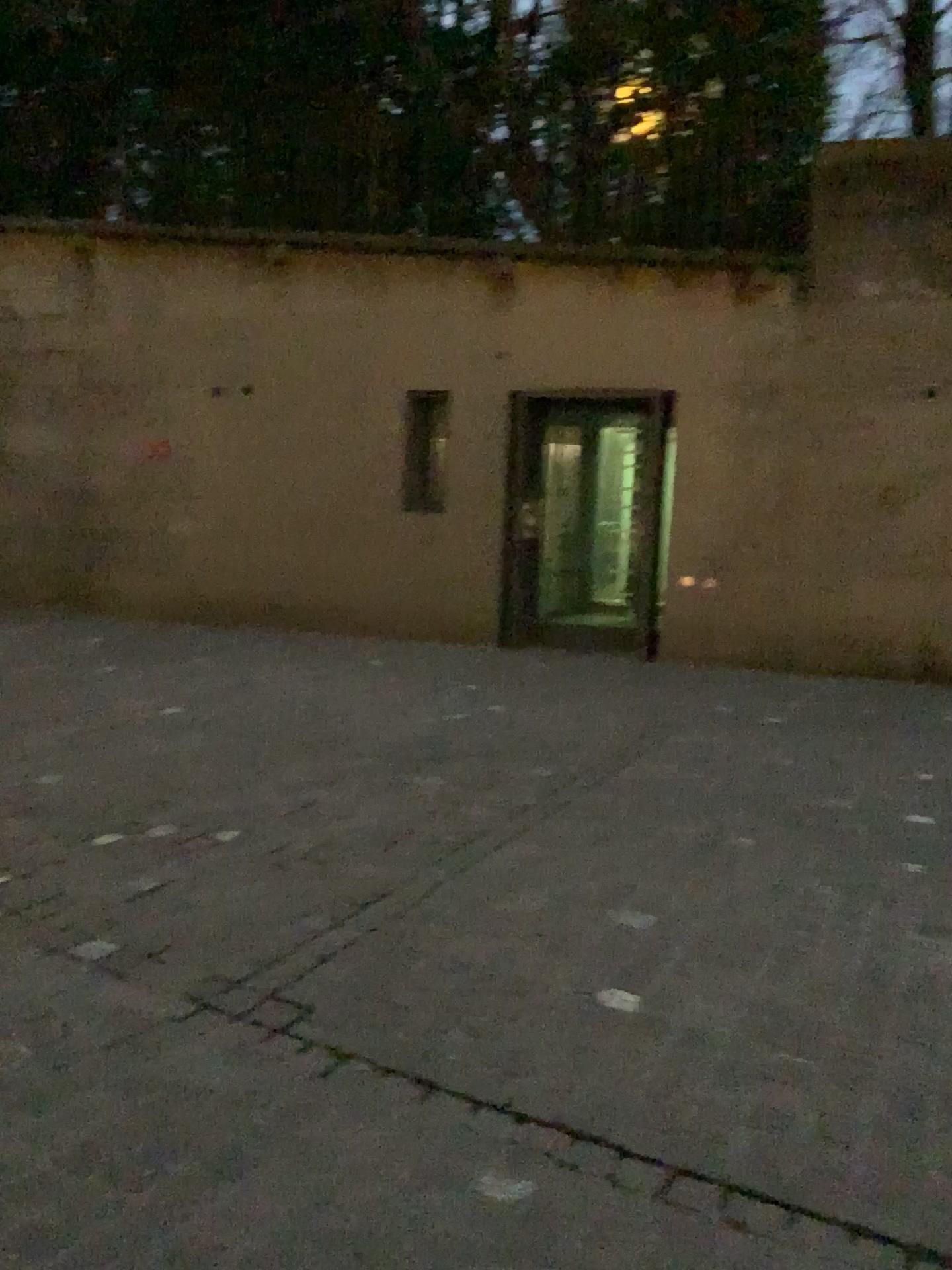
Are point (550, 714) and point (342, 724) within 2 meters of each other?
yes
